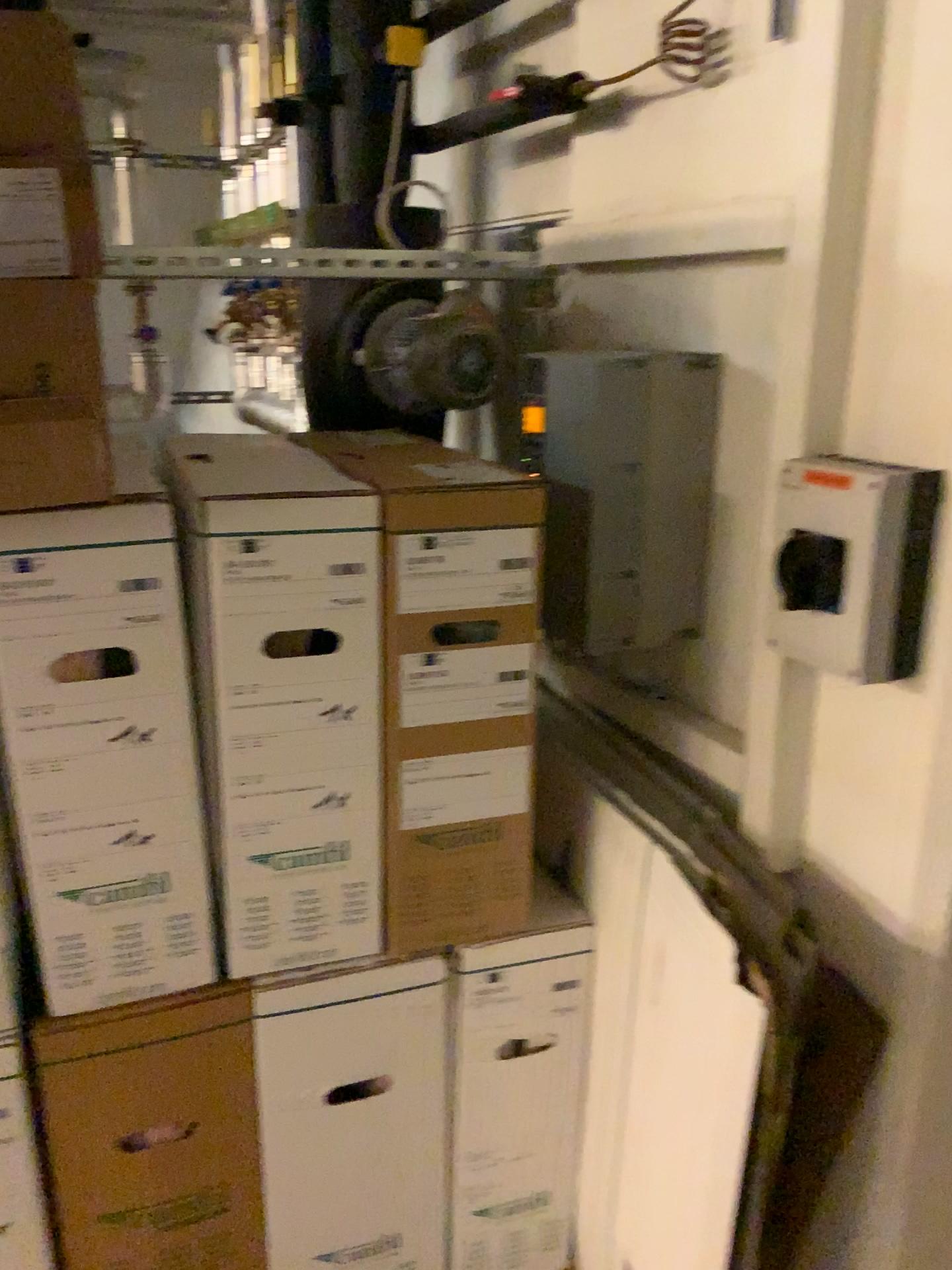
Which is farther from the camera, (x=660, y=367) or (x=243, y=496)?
(x=660, y=367)

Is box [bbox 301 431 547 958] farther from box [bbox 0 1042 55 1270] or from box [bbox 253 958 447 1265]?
box [bbox 0 1042 55 1270]

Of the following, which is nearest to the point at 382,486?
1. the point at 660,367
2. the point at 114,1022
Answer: the point at 660,367

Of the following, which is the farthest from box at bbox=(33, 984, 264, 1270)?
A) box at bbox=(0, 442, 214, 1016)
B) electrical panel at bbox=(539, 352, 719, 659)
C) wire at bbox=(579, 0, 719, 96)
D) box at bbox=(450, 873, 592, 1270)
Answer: wire at bbox=(579, 0, 719, 96)

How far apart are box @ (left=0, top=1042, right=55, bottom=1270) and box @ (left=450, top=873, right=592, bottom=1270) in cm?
56

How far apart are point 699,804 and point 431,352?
0.8 meters

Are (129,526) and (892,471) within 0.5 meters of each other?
no

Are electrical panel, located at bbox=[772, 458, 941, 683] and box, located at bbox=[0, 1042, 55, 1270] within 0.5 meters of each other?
no

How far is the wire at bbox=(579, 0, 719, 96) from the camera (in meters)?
1.38

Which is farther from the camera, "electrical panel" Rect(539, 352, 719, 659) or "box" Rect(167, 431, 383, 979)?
"electrical panel" Rect(539, 352, 719, 659)
